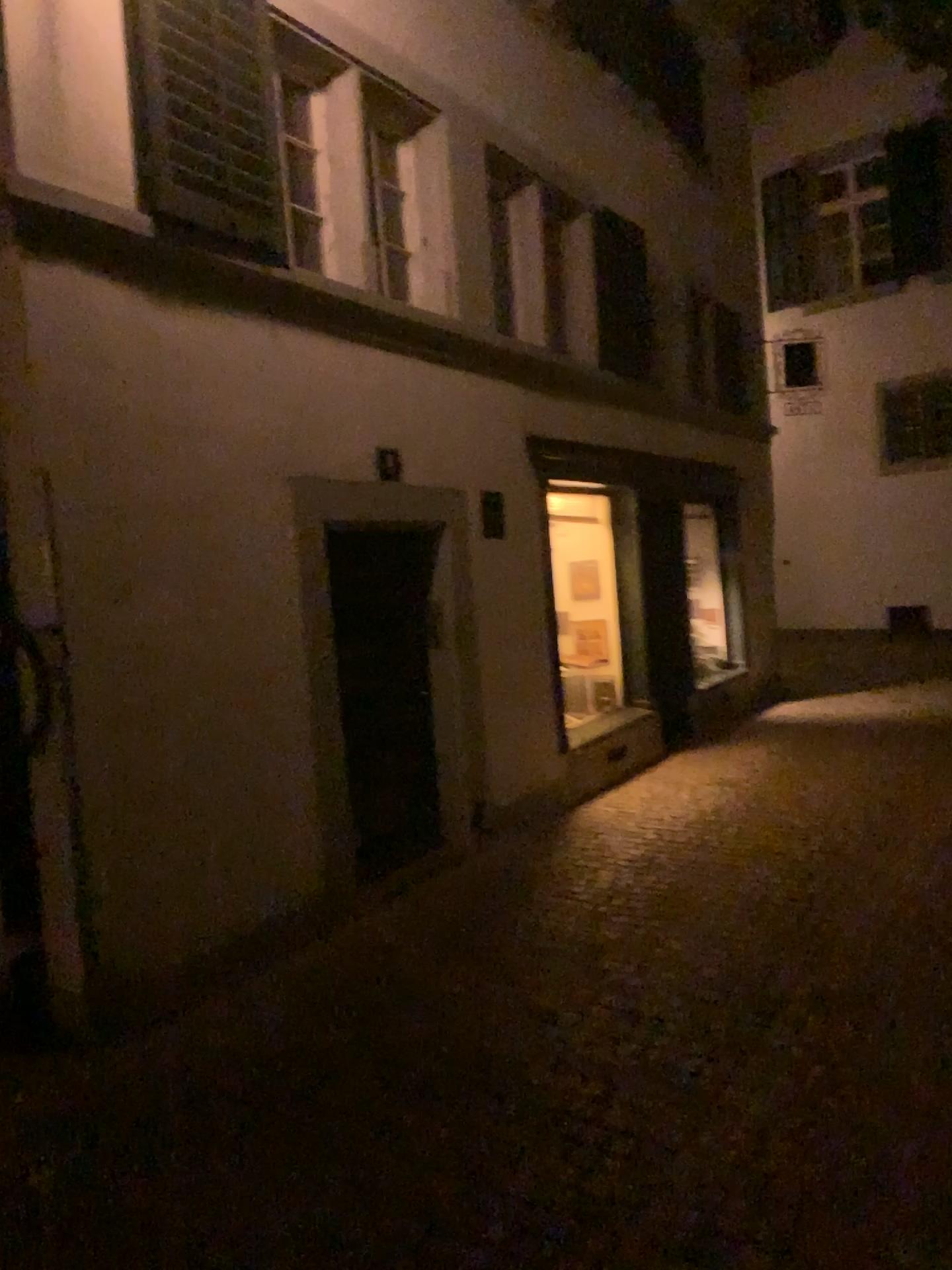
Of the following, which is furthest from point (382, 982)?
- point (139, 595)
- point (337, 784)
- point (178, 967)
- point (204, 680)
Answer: point (139, 595)
